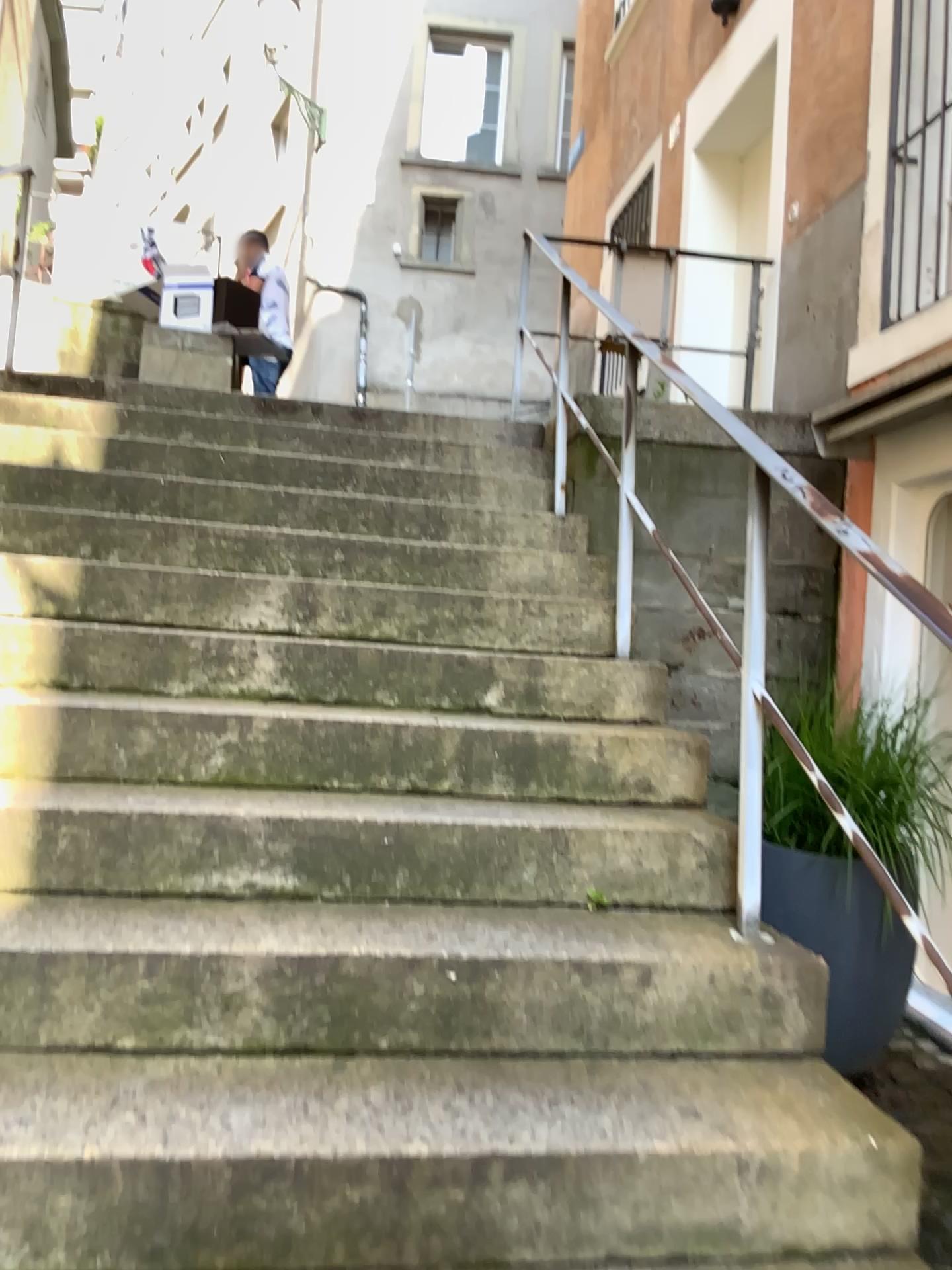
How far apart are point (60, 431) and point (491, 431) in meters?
1.8

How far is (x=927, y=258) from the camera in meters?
3.9

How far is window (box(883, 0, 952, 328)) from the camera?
3.9 meters
